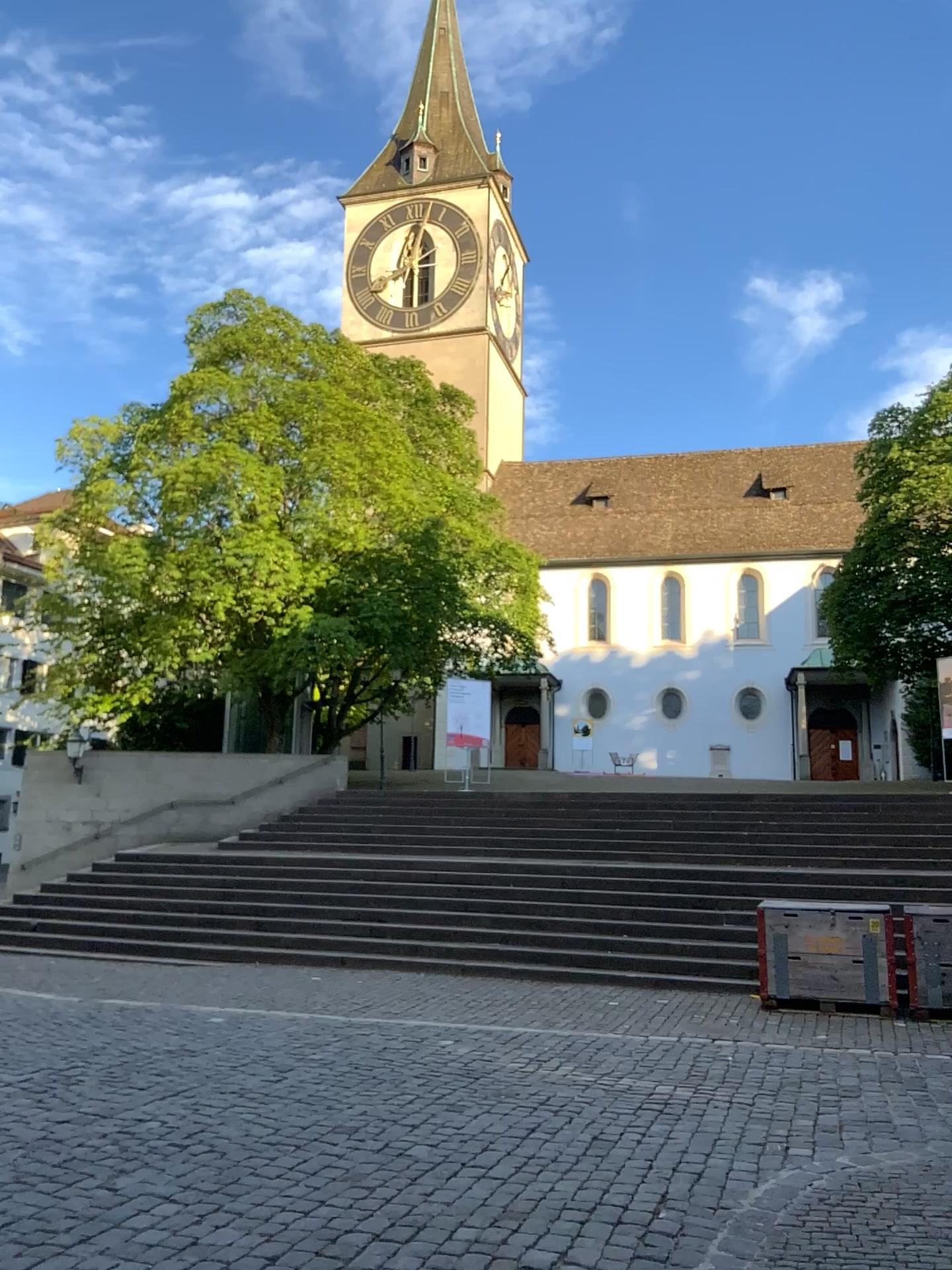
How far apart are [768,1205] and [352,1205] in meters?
1.7
